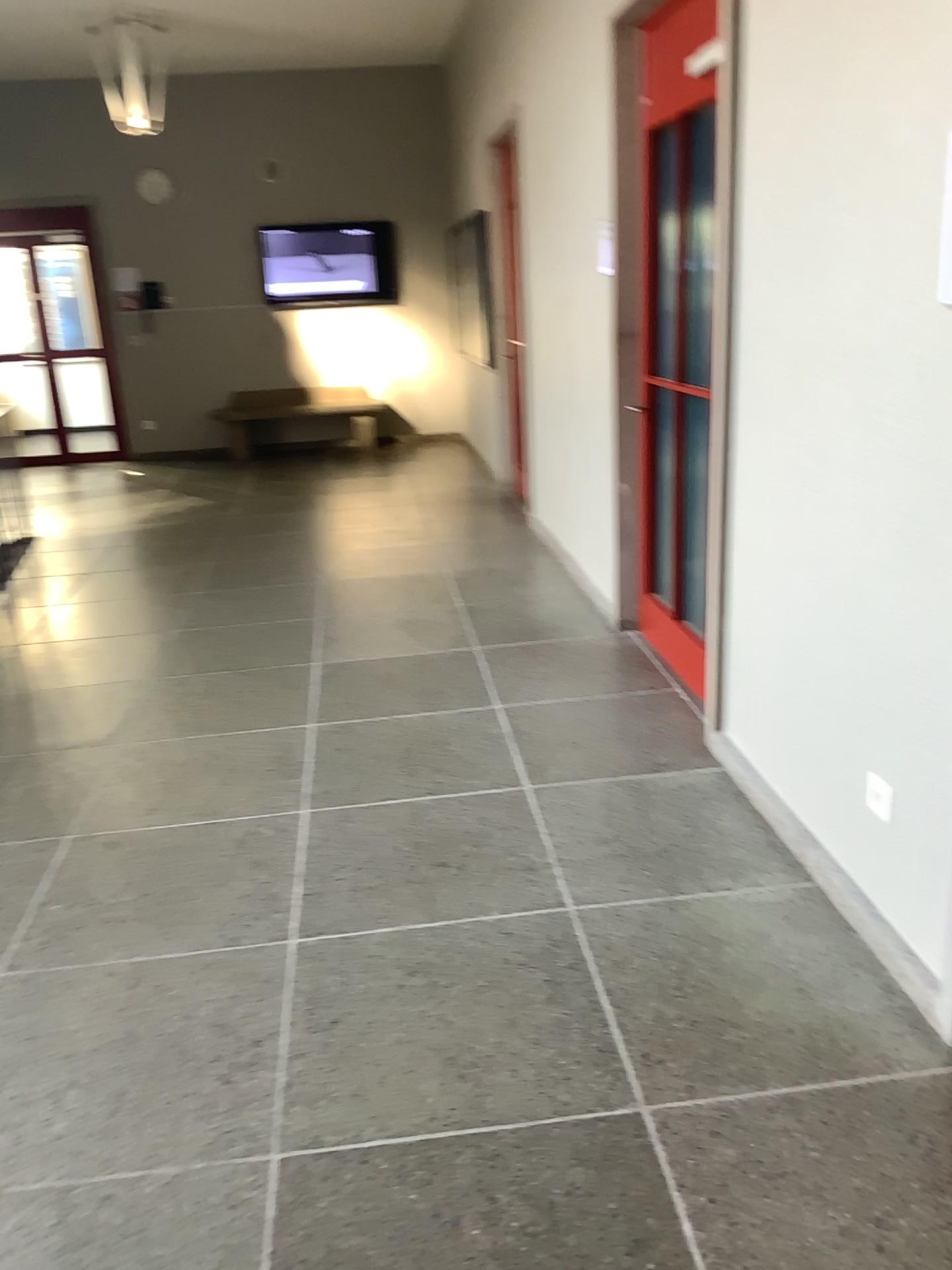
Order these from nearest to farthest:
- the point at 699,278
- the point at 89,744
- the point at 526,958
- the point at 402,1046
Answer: the point at 402,1046, the point at 526,958, the point at 699,278, the point at 89,744
